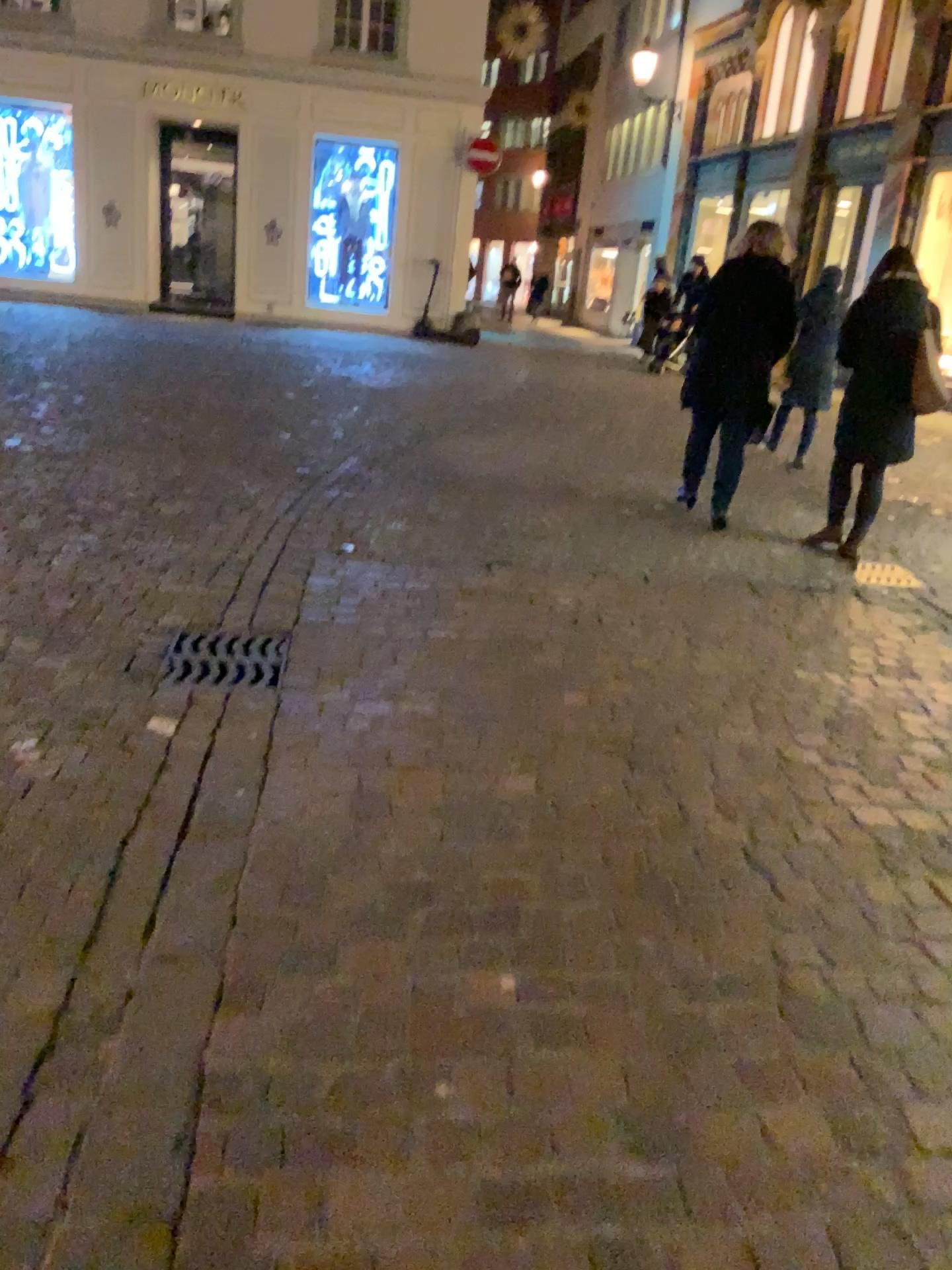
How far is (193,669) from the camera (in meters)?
3.36

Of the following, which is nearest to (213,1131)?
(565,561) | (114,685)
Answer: (114,685)

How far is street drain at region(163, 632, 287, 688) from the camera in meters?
3.4
